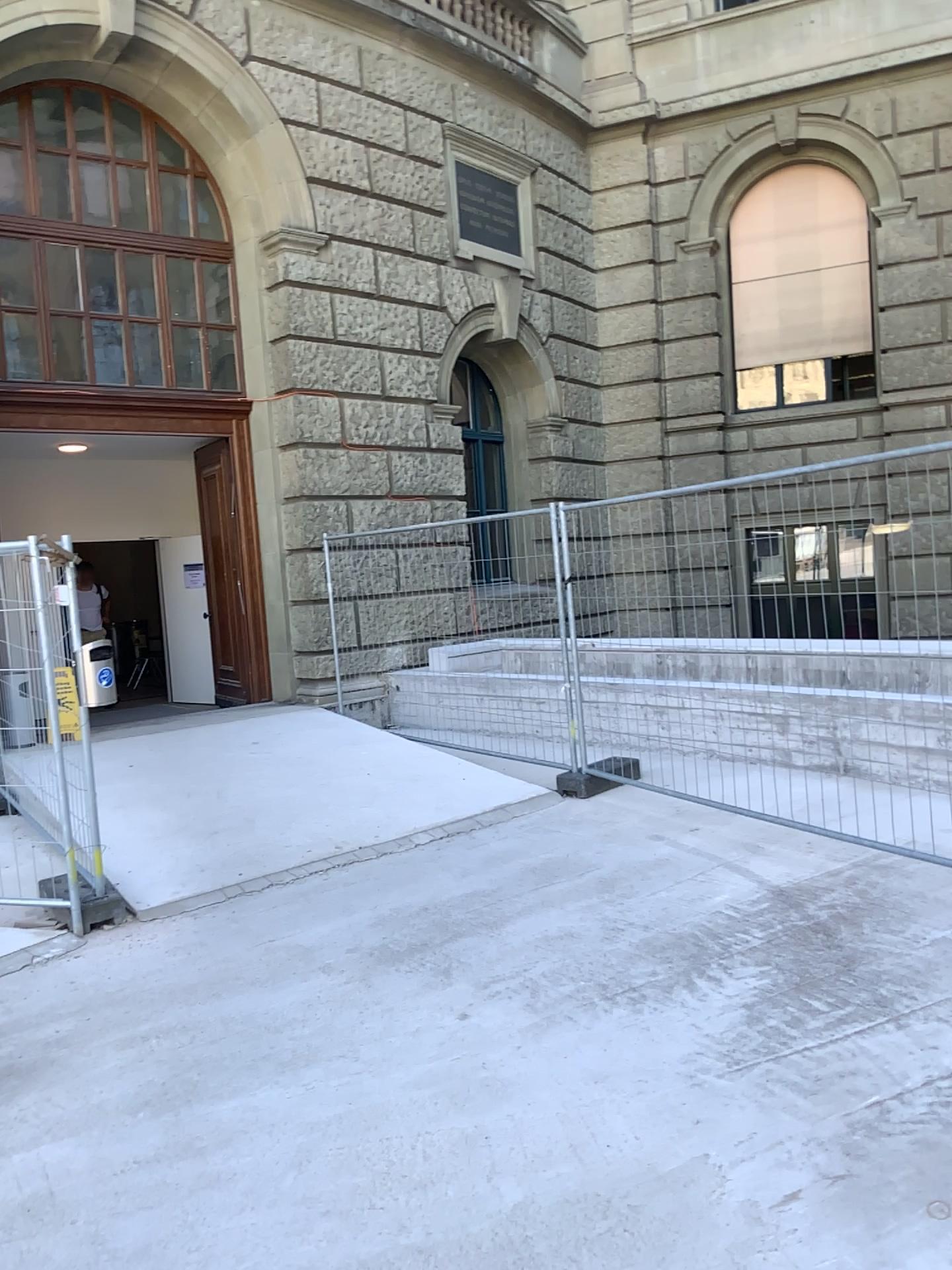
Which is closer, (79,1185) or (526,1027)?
(79,1185)
